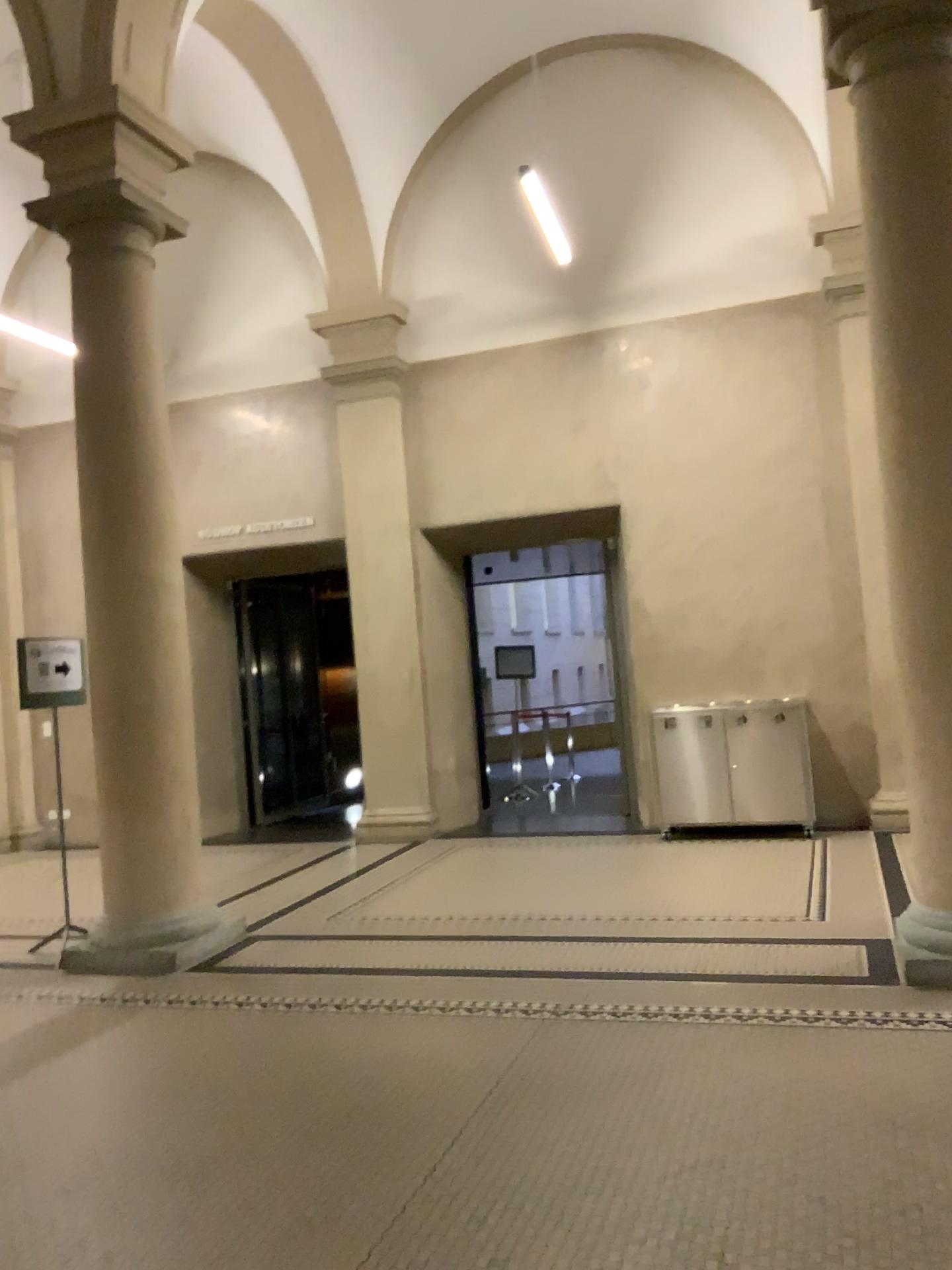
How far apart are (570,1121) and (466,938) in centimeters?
198cm
